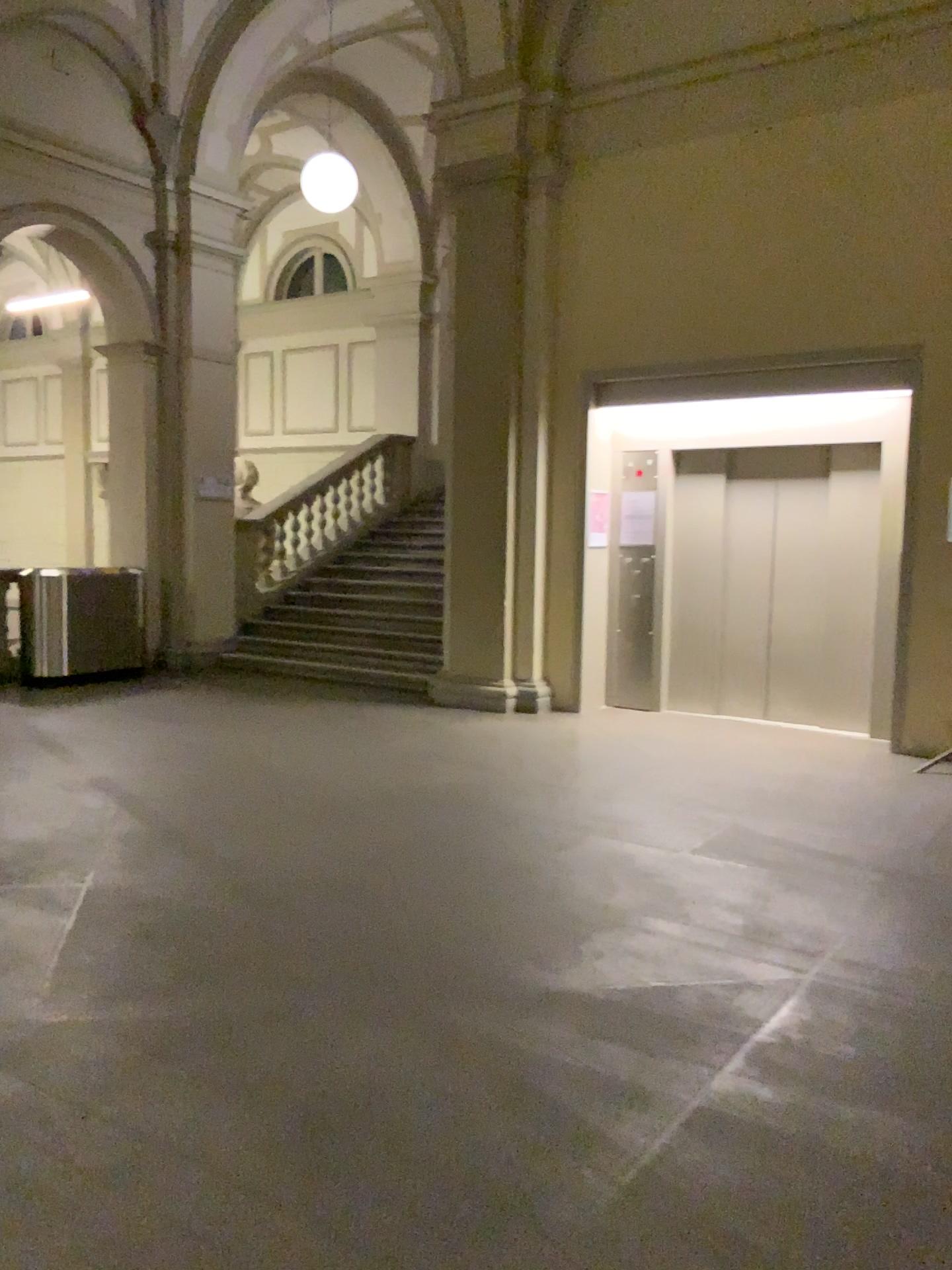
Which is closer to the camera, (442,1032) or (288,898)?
(442,1032)
